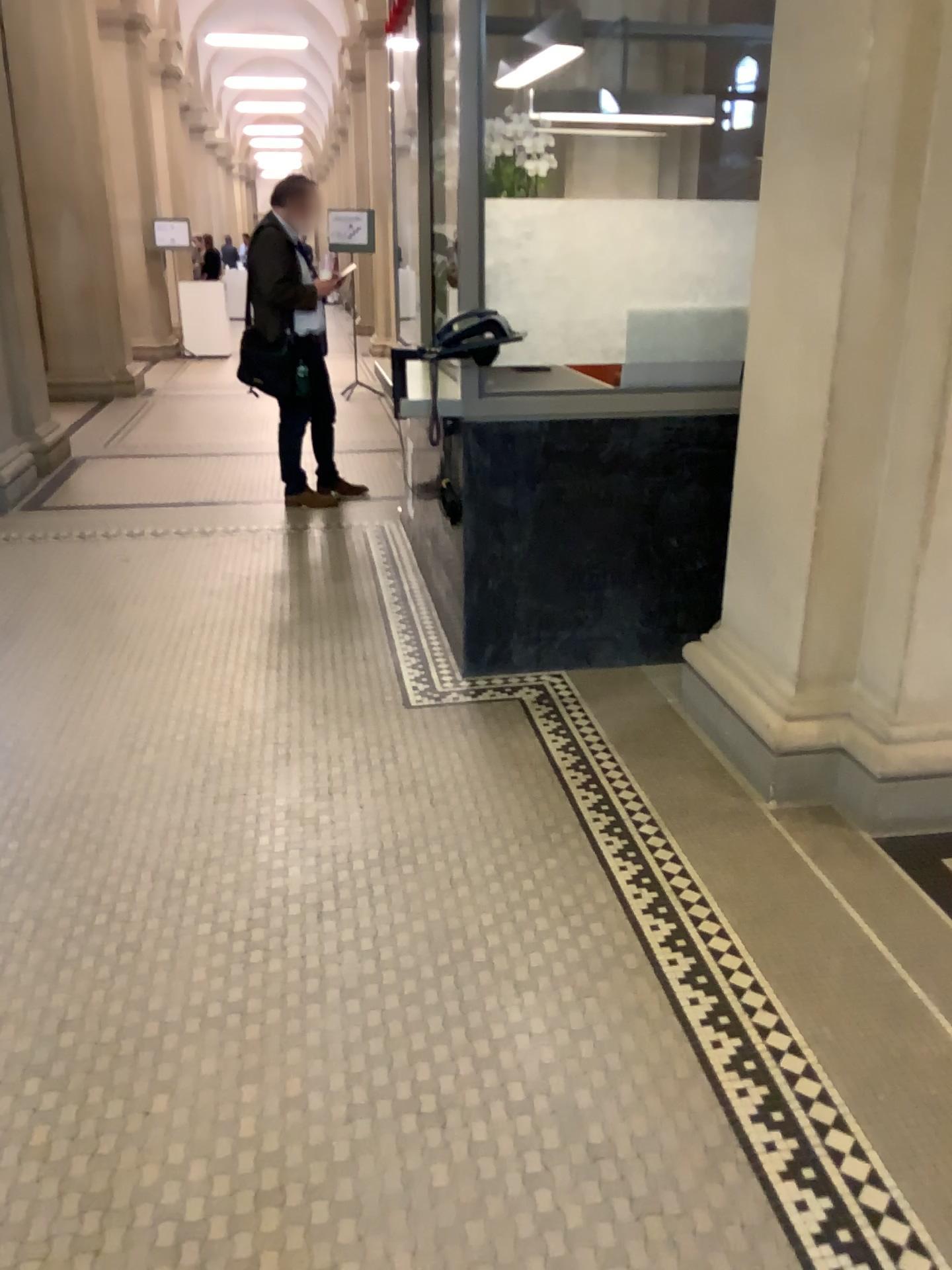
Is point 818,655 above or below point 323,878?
above
